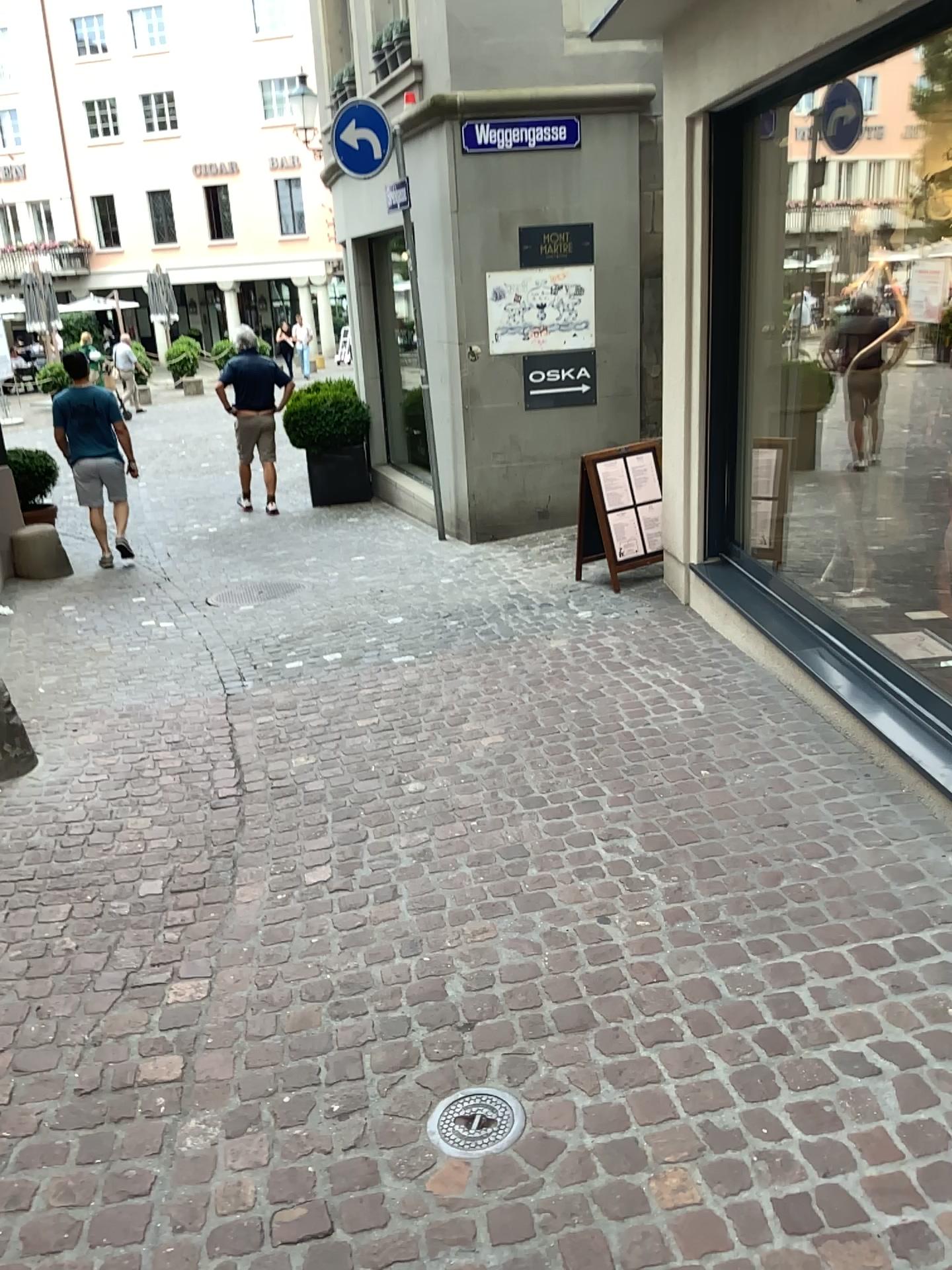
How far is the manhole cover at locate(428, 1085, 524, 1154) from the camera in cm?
215

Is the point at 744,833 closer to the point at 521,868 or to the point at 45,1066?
the point at 521,868

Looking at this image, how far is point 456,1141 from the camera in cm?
215
